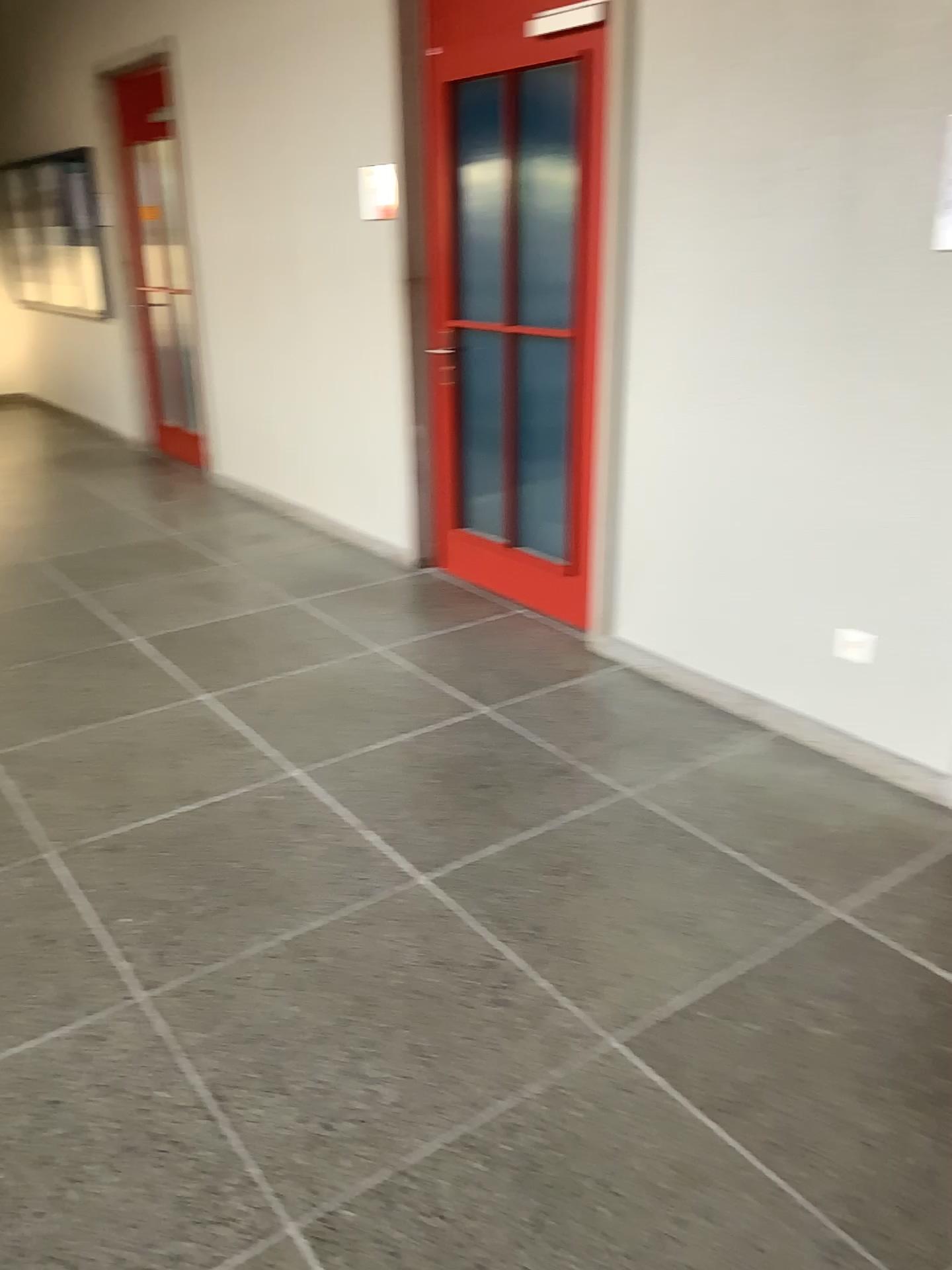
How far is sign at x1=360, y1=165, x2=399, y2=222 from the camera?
4.5 meters

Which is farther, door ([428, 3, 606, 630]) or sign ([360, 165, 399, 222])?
sign ([360, 165, 399, 222])

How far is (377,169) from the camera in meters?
4.5

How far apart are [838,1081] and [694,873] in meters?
0.7 m

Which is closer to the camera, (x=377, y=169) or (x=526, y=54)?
(x=526, y=54)
